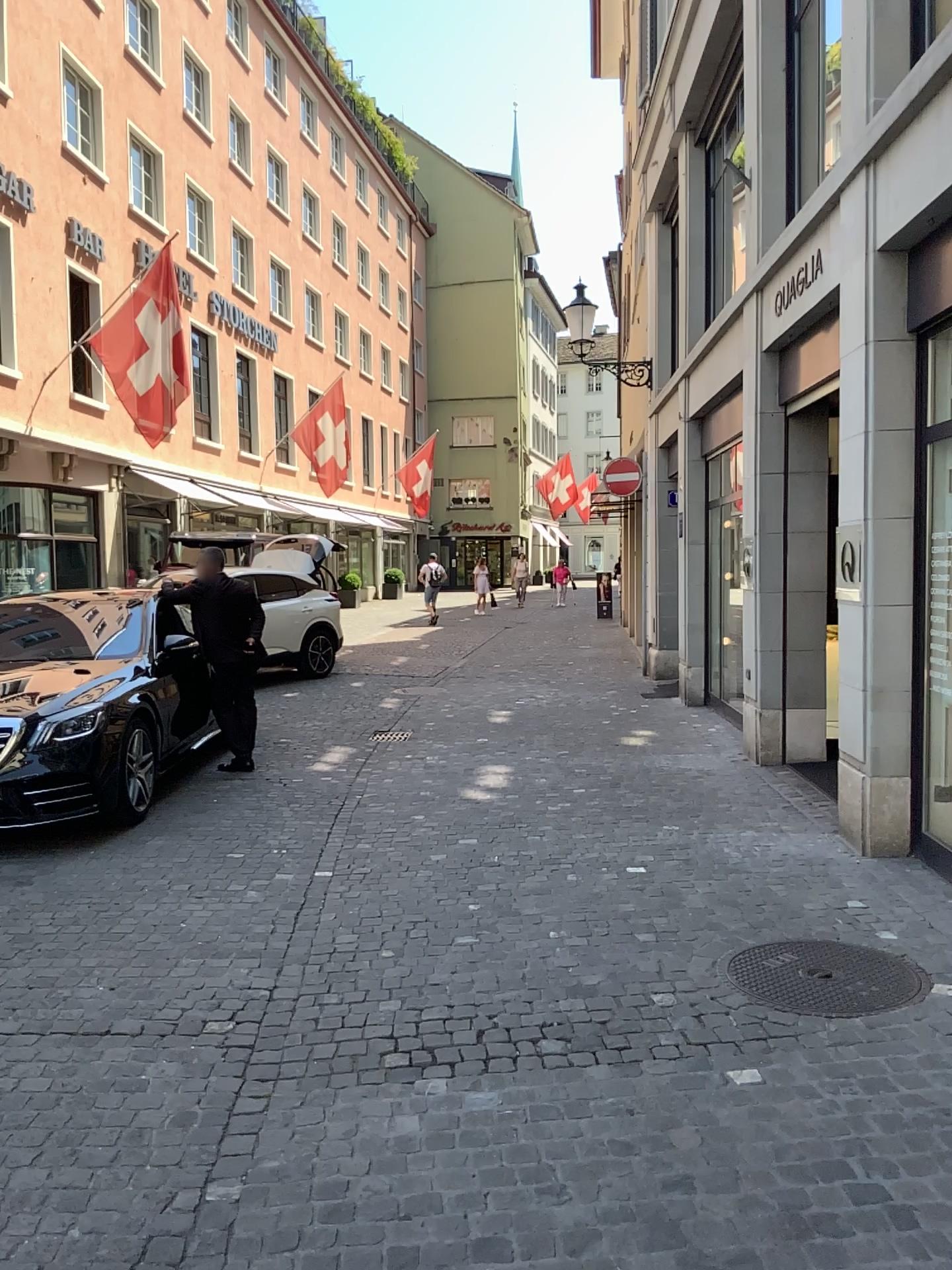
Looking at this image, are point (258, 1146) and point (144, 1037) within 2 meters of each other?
yes
